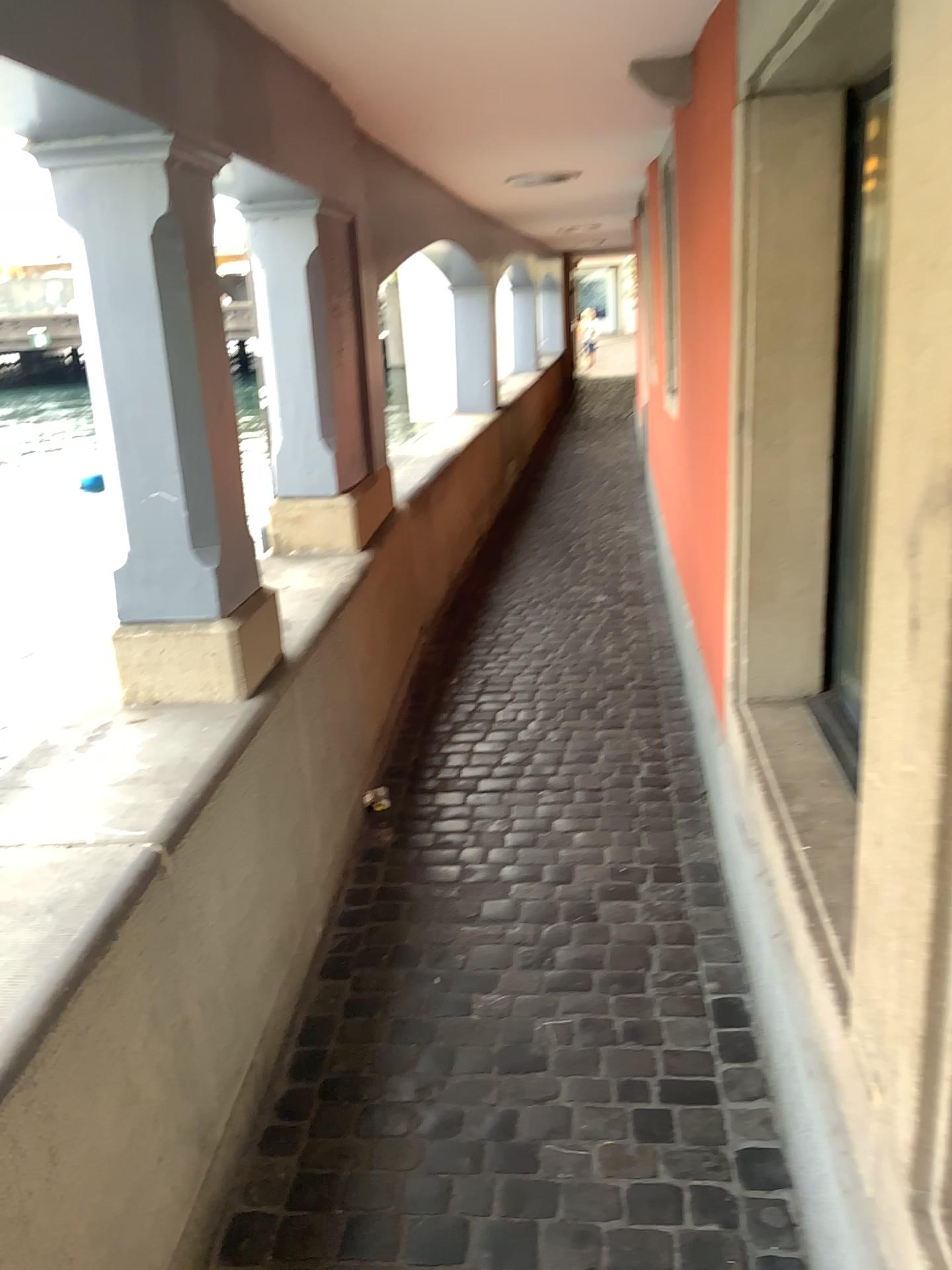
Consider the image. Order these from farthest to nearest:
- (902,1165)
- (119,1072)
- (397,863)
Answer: (397,863), (119,1072), (902,1165)

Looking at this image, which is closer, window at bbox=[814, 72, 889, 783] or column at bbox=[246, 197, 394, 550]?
window at bbox=[814, 72, 889, 783]

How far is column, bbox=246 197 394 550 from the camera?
3.35m

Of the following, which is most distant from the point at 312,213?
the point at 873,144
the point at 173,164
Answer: the point at 873,144

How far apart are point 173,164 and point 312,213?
1.42m

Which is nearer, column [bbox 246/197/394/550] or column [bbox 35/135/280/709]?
column [bbox 35/135/280/709]

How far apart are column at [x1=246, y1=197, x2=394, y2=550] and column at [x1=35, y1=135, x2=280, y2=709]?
1.0 meters

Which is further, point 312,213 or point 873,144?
point 312,213

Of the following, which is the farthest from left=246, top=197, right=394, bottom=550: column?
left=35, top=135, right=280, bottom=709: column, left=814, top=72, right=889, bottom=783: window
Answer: left=814, top=72, right=889, bottom=783: window

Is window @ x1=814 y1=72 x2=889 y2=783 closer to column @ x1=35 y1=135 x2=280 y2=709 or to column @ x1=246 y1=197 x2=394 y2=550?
column @ x1=35 y1=135 x2=280 y2=709
